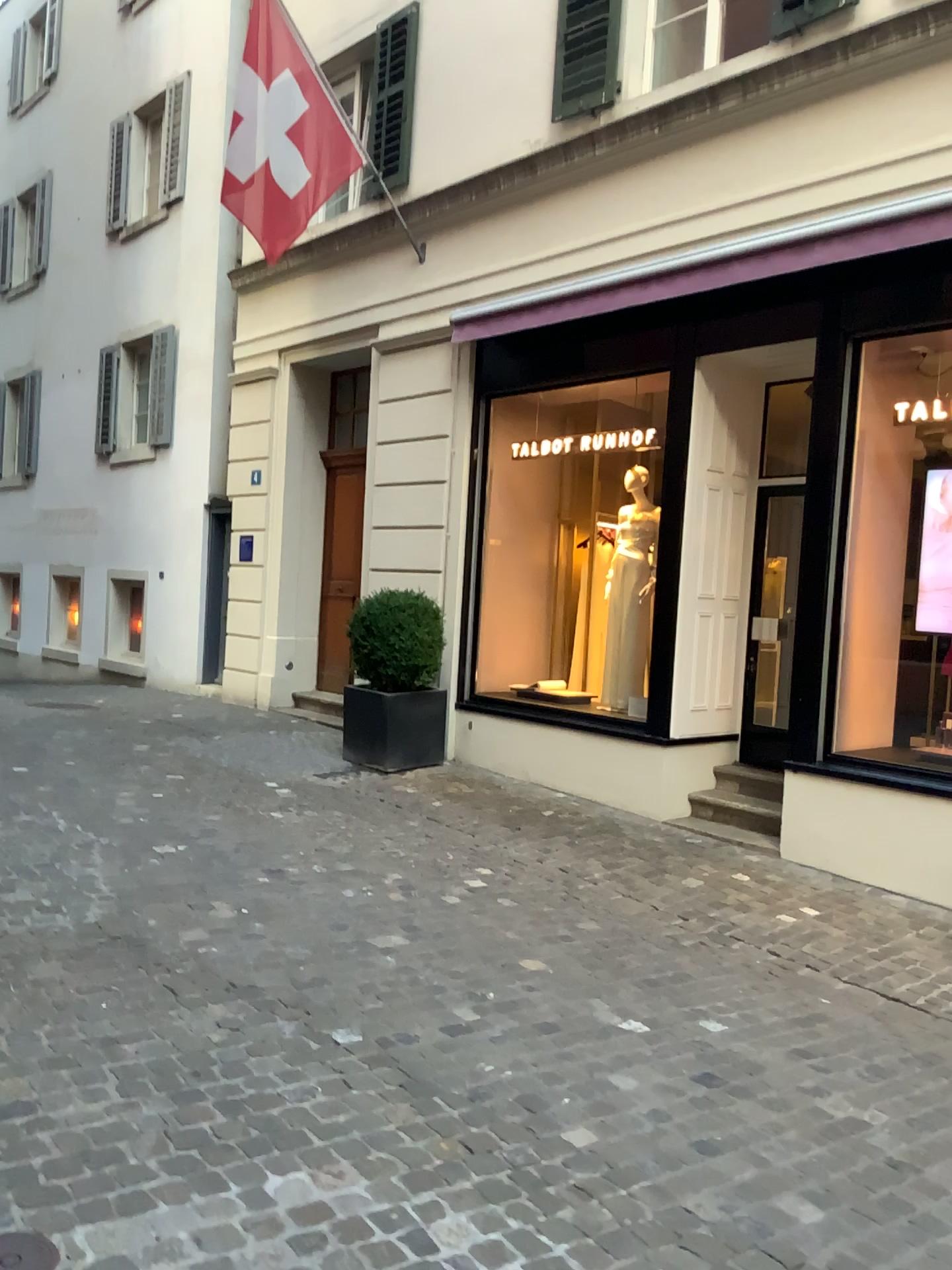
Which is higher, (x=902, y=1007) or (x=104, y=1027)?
(x=104, y=1027)
